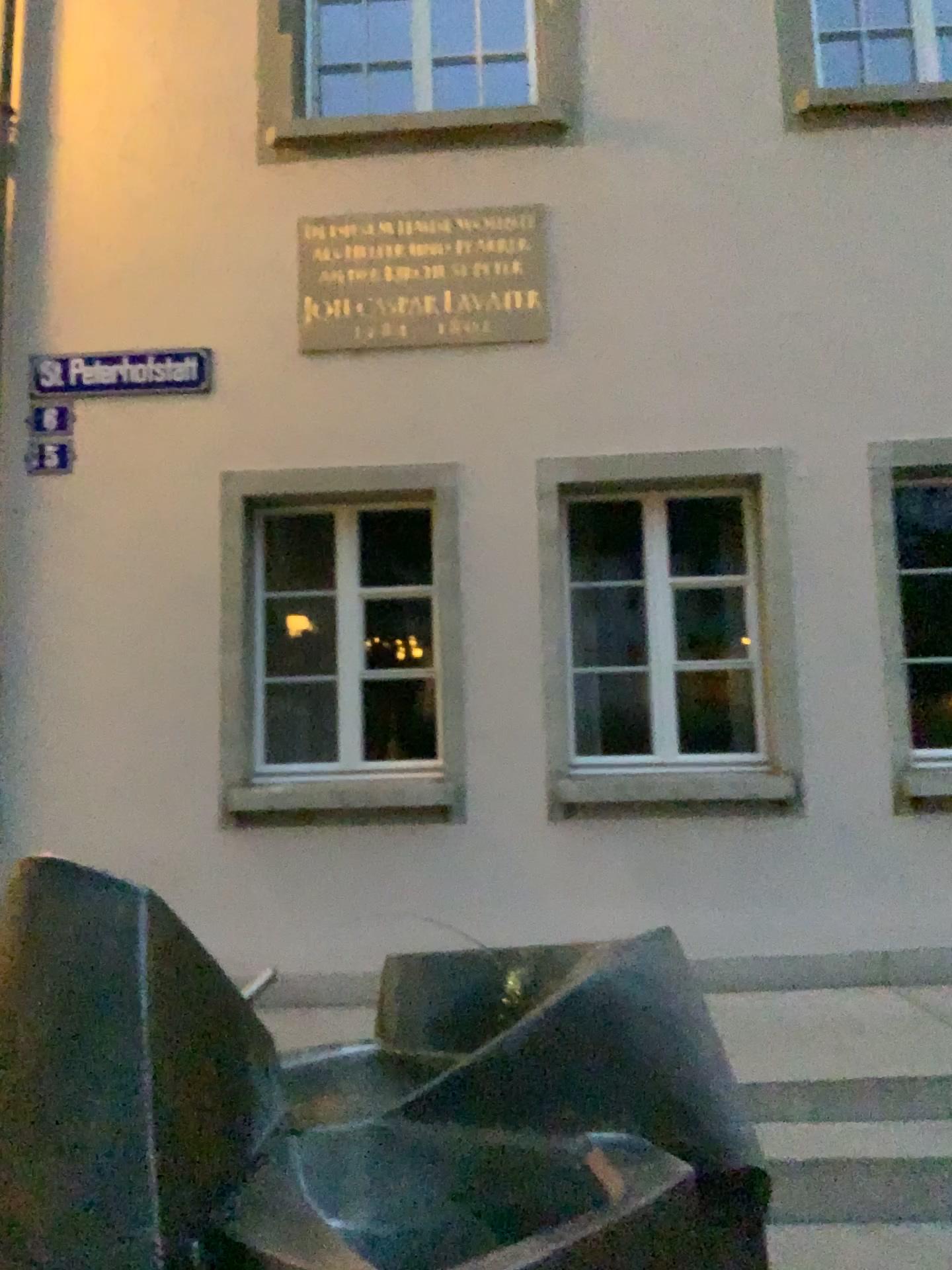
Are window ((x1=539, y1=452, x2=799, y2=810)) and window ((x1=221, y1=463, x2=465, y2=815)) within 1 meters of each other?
yes

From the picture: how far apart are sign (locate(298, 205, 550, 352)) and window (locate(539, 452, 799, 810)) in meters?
0.6

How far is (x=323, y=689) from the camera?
4.9m

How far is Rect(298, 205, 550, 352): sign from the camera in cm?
489

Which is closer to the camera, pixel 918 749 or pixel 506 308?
pixel 918 749

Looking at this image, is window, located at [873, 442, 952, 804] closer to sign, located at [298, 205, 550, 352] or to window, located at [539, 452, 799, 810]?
window, located at [539, 452, 799, 810]

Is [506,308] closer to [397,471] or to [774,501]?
[397,471]

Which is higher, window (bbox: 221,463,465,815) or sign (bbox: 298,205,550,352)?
sign (bbox: 298,205,550,352)

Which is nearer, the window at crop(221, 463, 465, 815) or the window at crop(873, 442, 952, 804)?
the window at crop(873, 442, 952, 804)

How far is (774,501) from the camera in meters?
4.7 m
